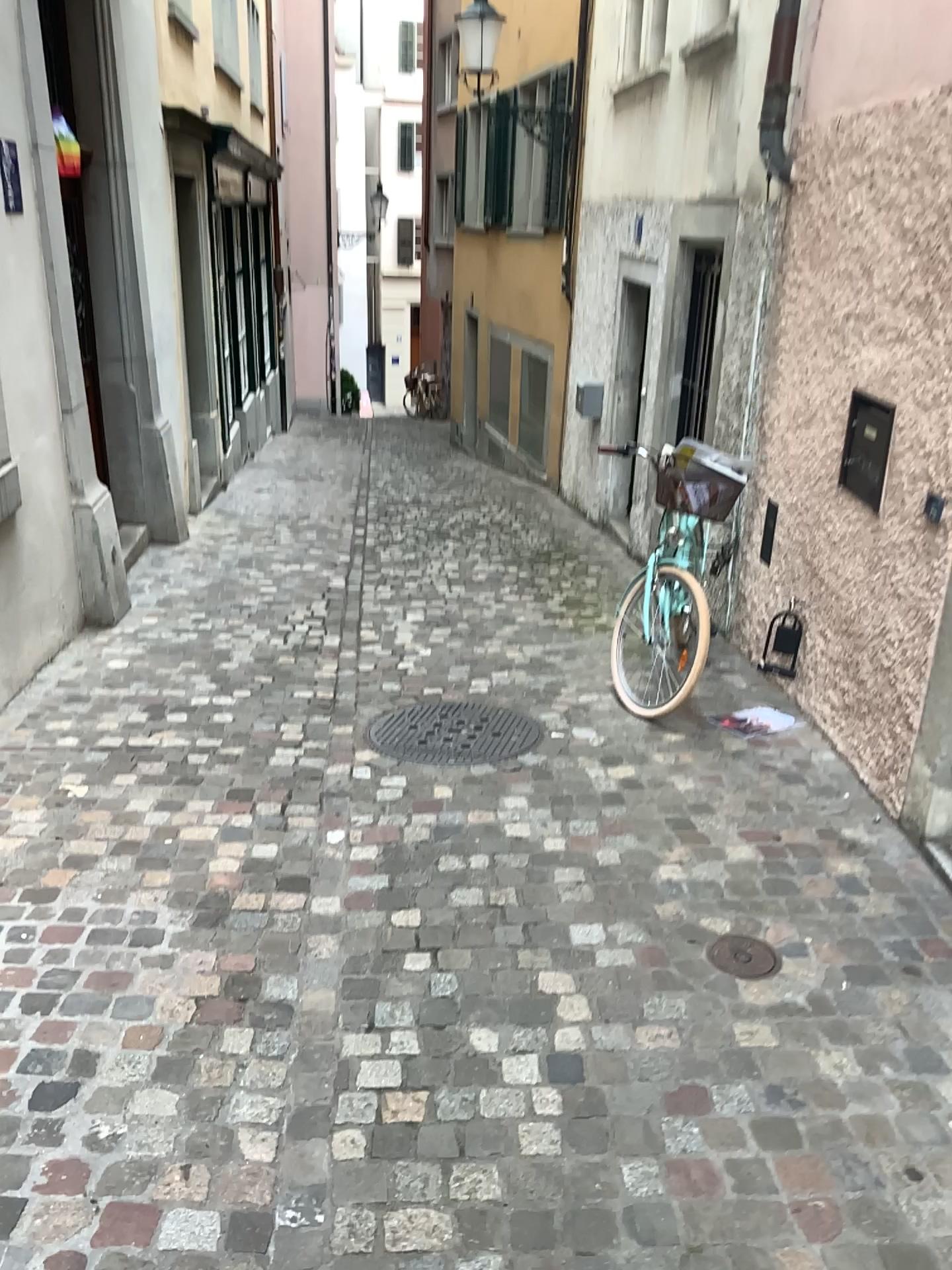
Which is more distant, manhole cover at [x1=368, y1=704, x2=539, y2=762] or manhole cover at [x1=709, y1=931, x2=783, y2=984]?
manhole cover at [x1=368, y1=704, x2=539, y2=762]

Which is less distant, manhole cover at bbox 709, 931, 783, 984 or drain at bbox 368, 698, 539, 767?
manhole cover at bbox 709, 931, 783, 984

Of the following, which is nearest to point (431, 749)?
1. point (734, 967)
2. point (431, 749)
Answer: point (431, 749)

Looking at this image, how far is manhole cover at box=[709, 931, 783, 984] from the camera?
2.7m

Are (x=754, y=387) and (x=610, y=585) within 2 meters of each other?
yes

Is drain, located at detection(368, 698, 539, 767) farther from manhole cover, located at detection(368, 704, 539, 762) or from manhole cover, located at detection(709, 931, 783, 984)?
manhole cover, located at detection(709, 931, 783, 984)

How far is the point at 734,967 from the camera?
2.7 meters

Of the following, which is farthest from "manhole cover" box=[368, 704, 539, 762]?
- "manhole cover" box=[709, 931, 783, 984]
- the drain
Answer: "manhole cover" box=[709, 931, 783, 984]

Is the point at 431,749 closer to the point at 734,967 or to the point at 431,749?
the point at 431,749
